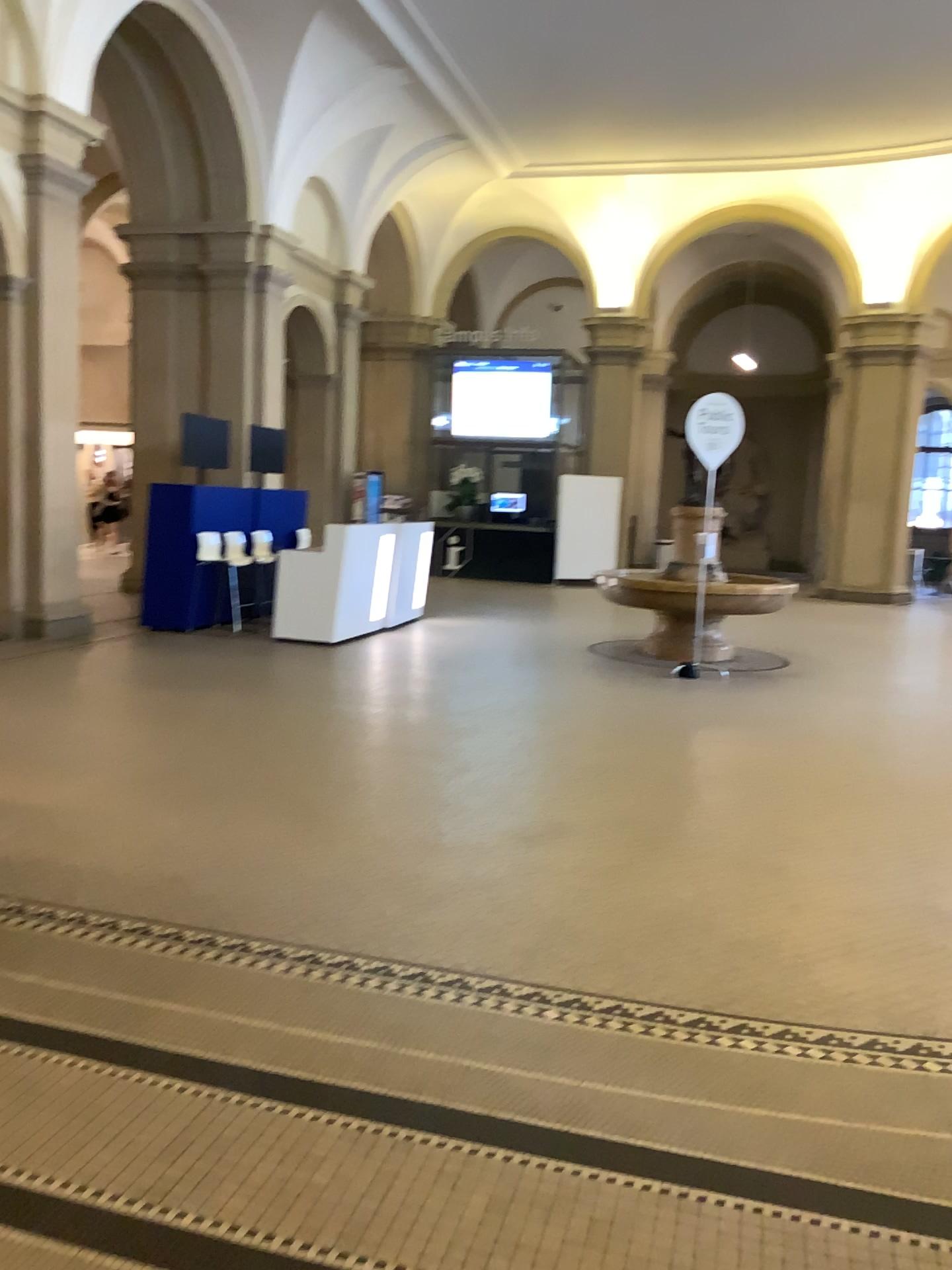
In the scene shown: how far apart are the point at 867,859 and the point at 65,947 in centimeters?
325cm
